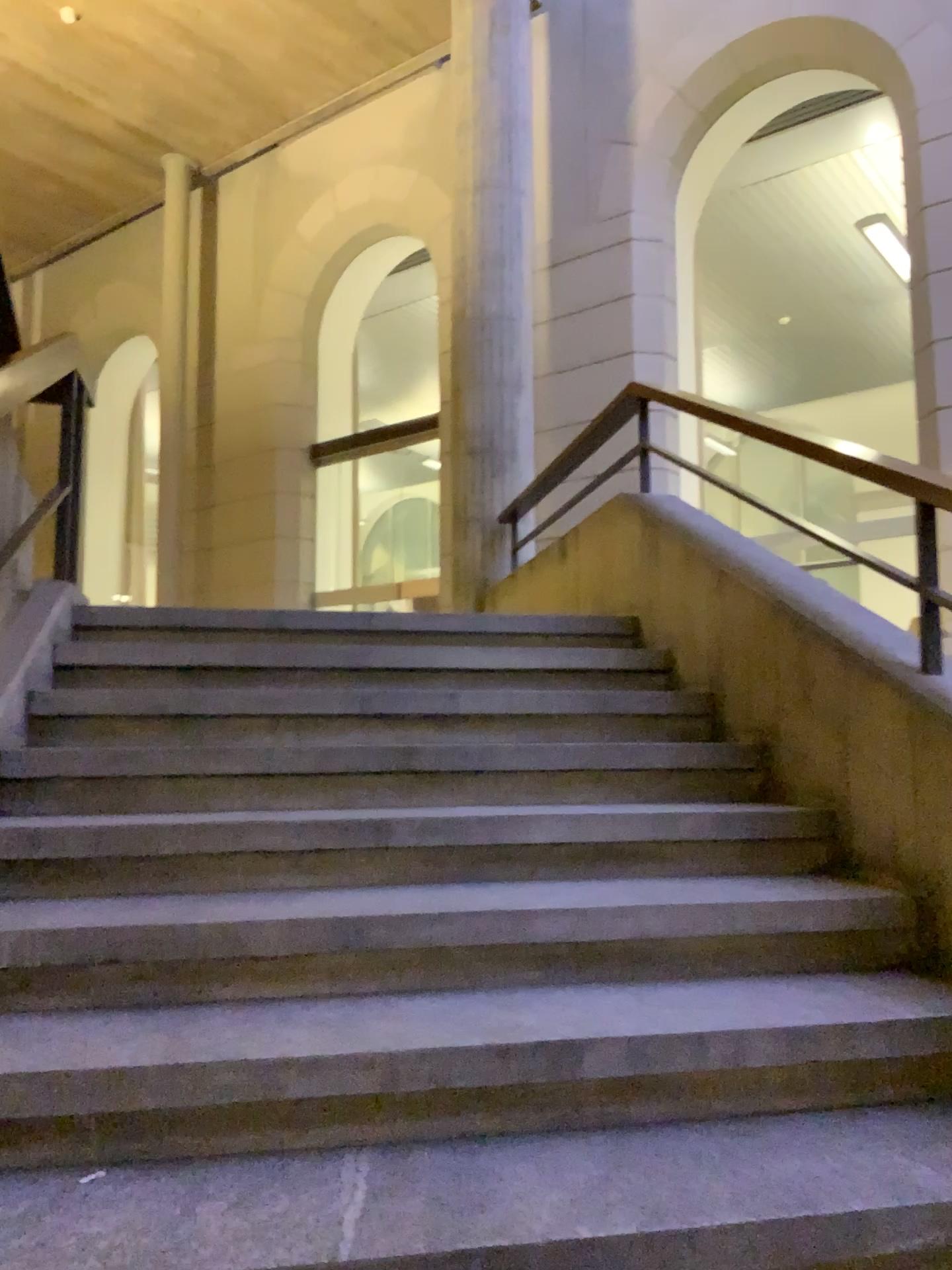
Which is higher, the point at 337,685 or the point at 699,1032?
the point at 337,685
